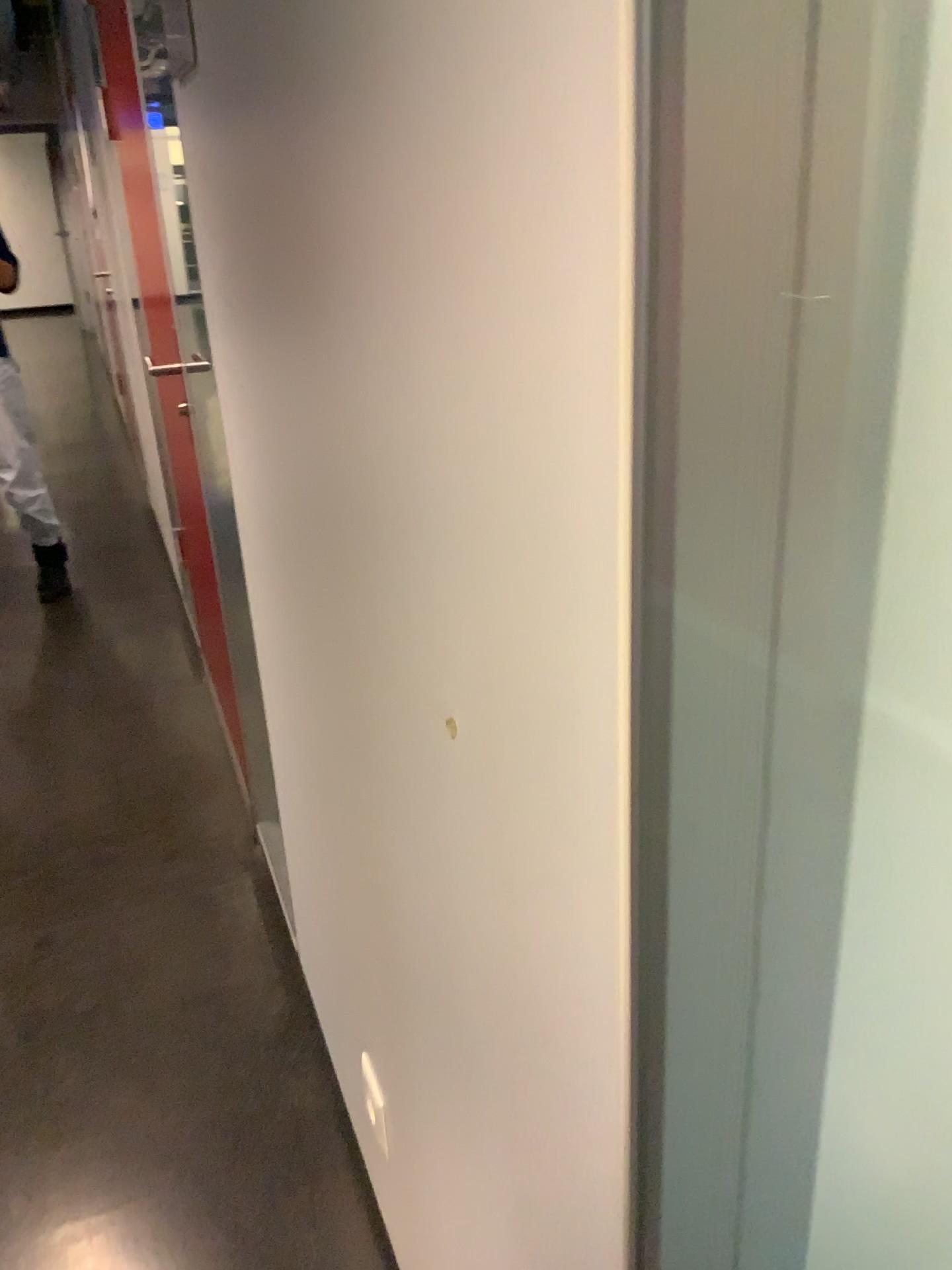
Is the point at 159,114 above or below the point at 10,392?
above

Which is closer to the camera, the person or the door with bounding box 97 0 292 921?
the door with bounding box 97 0 292 921

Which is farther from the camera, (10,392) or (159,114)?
(10,392)

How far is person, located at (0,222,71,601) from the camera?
3.65m

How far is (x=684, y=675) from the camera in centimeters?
39cm

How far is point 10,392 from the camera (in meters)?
3.65
